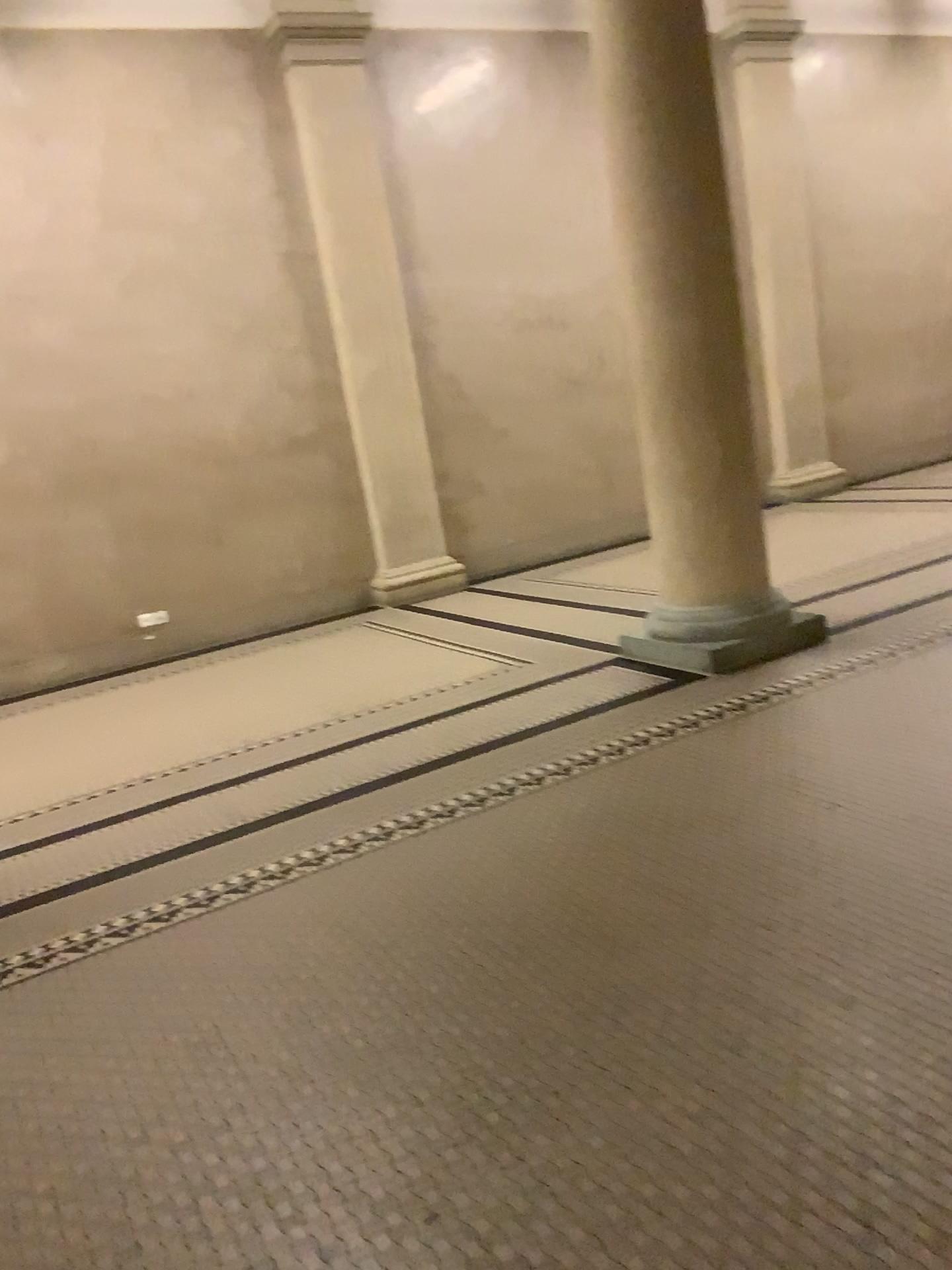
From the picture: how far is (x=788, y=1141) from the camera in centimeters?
190cm
